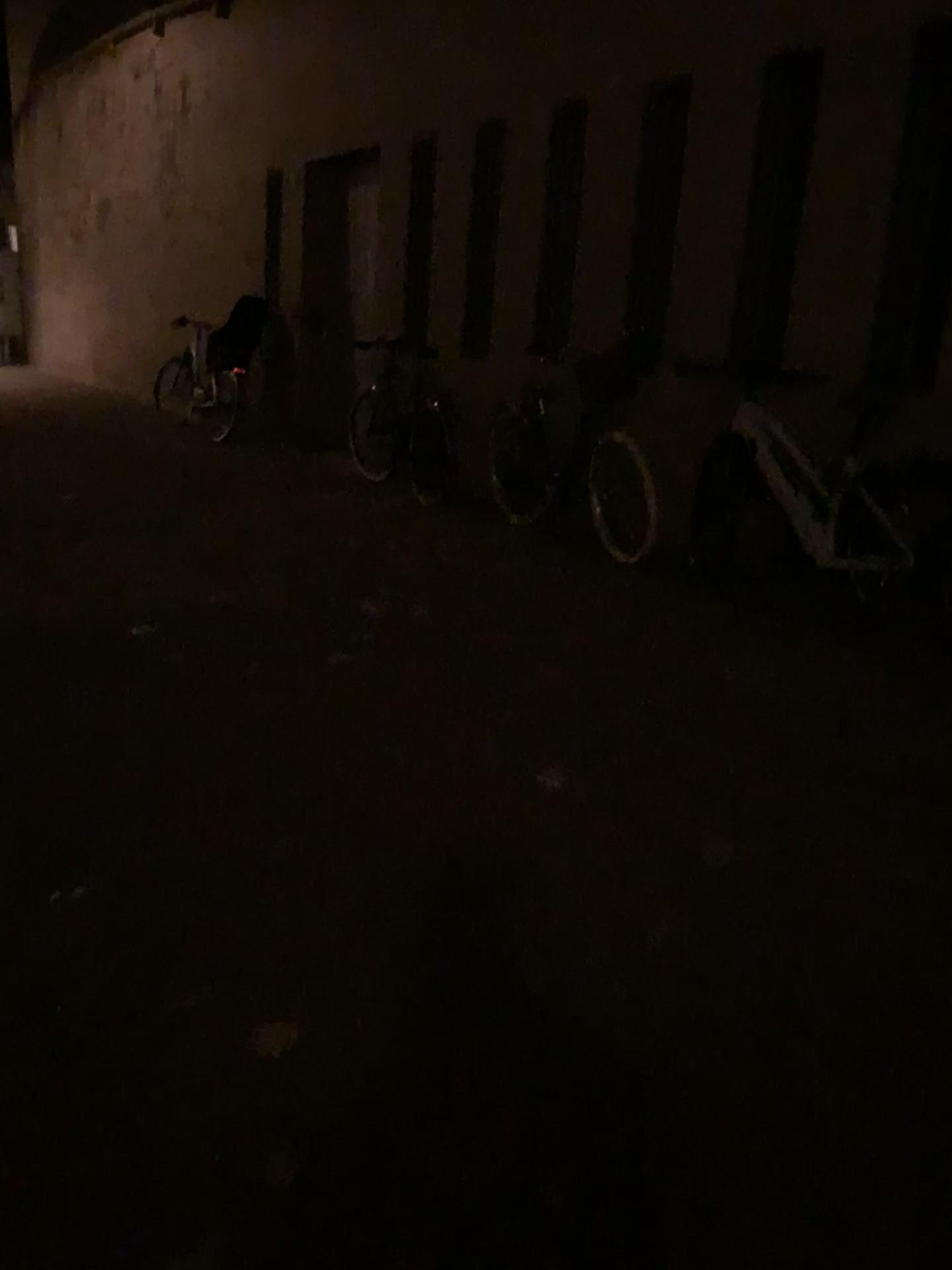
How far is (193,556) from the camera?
5.4m
